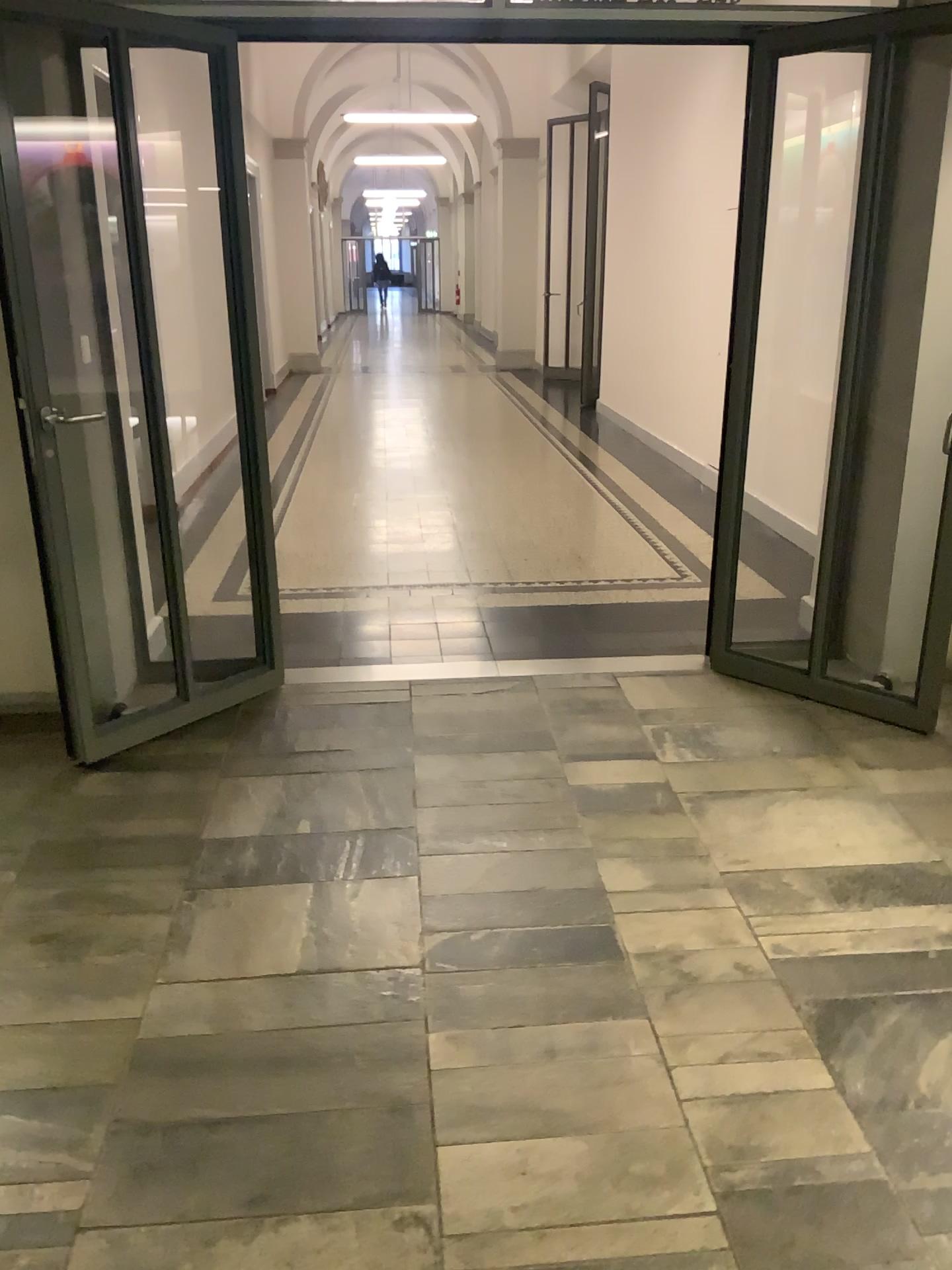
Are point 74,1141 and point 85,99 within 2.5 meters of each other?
no
